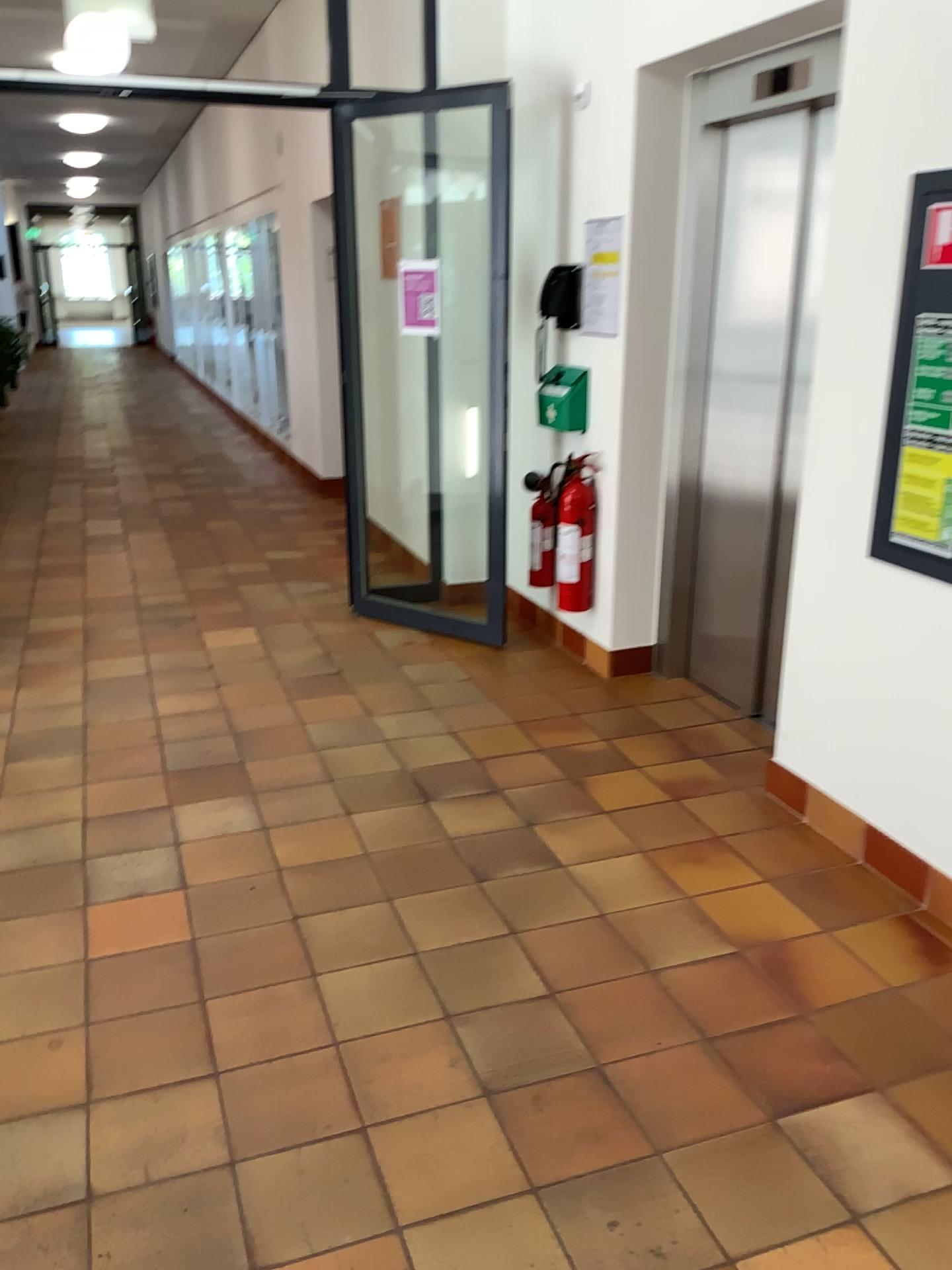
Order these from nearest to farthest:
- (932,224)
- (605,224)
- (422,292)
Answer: (932,224) < (605,224) < (422,292)

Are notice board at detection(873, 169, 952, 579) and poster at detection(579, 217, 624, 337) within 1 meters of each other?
no

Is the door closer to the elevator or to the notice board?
the elevator

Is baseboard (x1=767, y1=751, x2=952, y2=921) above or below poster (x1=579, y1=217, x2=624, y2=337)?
below

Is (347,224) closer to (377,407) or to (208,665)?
(377,407)

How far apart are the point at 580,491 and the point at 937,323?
1.9m

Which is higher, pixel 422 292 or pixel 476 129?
pixel 476 129

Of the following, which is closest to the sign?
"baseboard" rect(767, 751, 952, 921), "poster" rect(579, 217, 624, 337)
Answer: "poster" rect(579, 217, 624, 337)

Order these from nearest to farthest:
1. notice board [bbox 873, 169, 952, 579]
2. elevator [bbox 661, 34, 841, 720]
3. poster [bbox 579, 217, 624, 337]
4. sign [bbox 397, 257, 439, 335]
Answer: notice board [bbox 873, 169, 952, 579] → elevator [bbox 661, 34, 841, 720] → poster [bbox 579, 217, 624, 337] → sign [bbox 397, 257, 439, 335]

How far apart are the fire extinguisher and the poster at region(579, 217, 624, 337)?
0.56m
